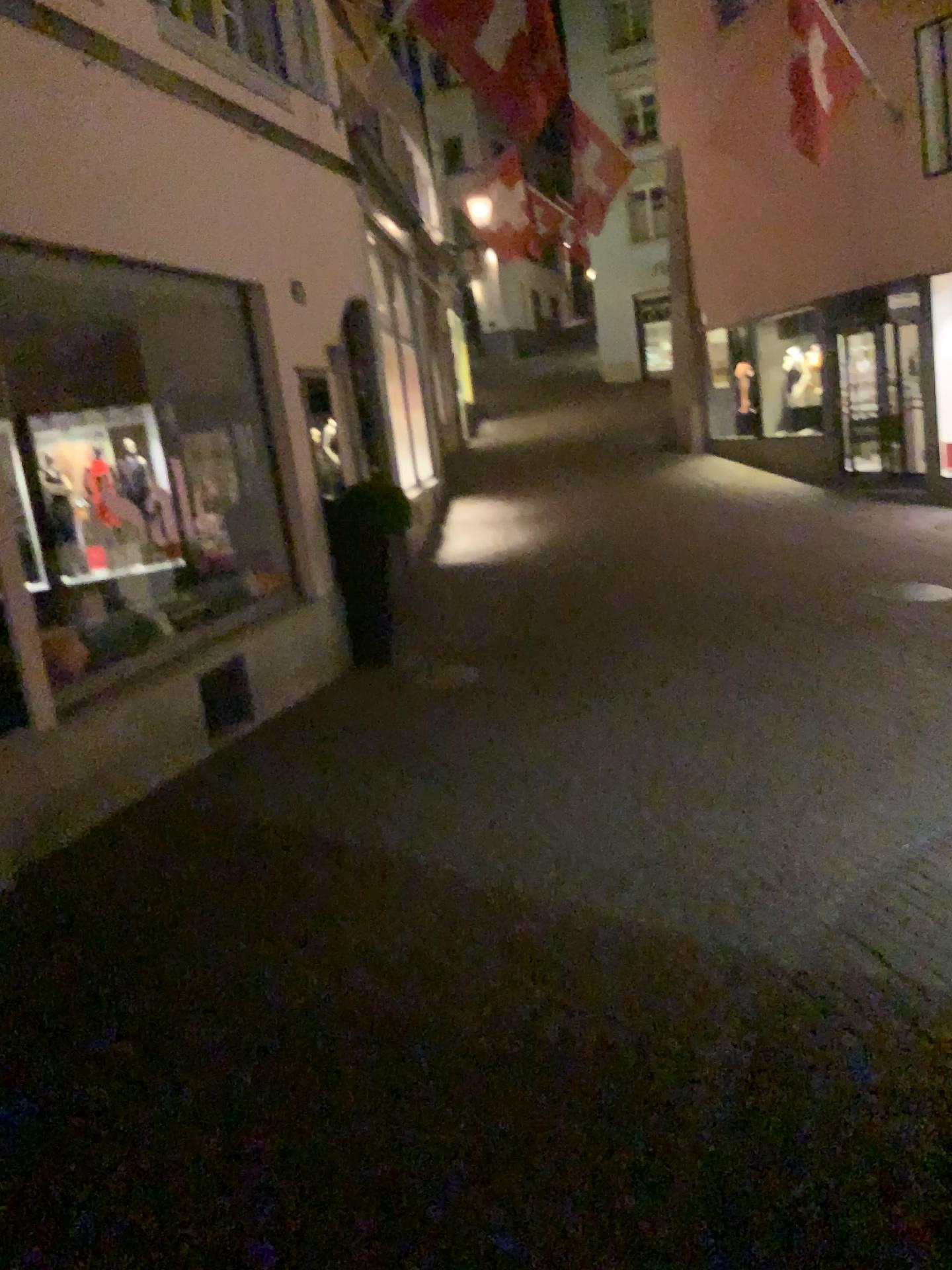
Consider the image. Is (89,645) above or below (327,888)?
above
